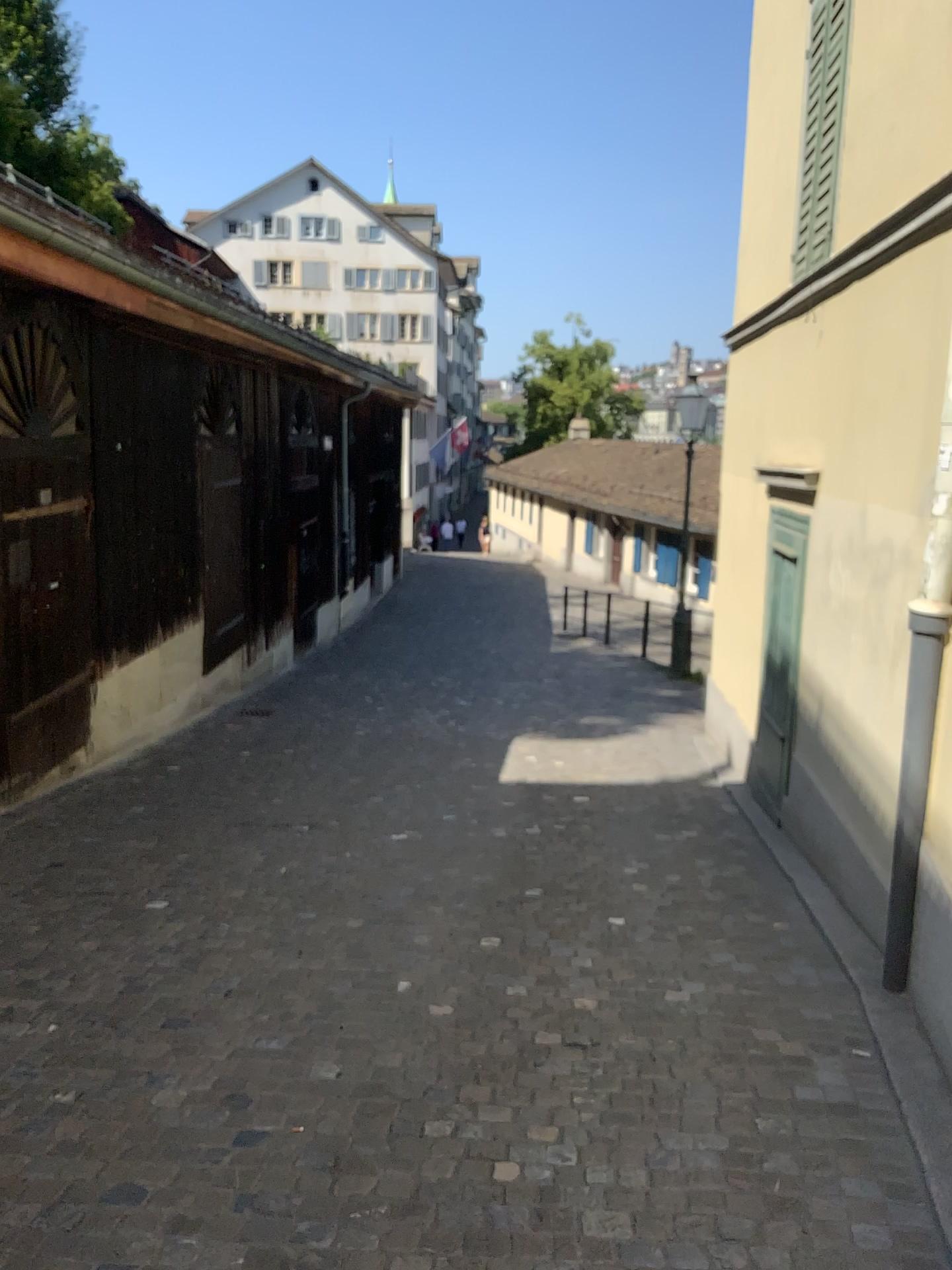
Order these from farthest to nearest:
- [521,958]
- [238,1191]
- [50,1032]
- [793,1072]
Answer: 1. [521,958]
2. [50,1032]
3. [793,1072]
4. [238,1191]
